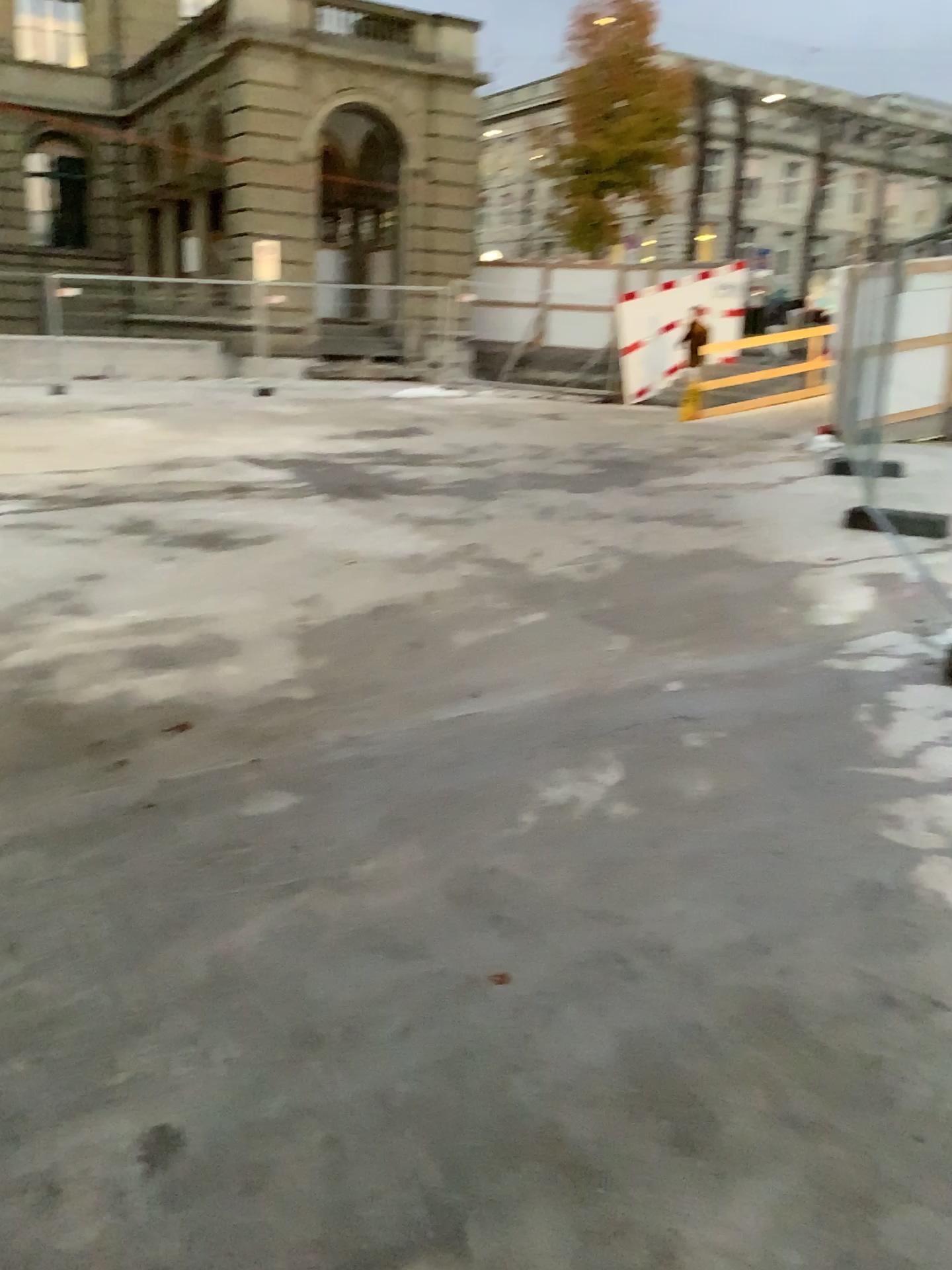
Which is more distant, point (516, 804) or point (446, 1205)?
point (516, 804)
